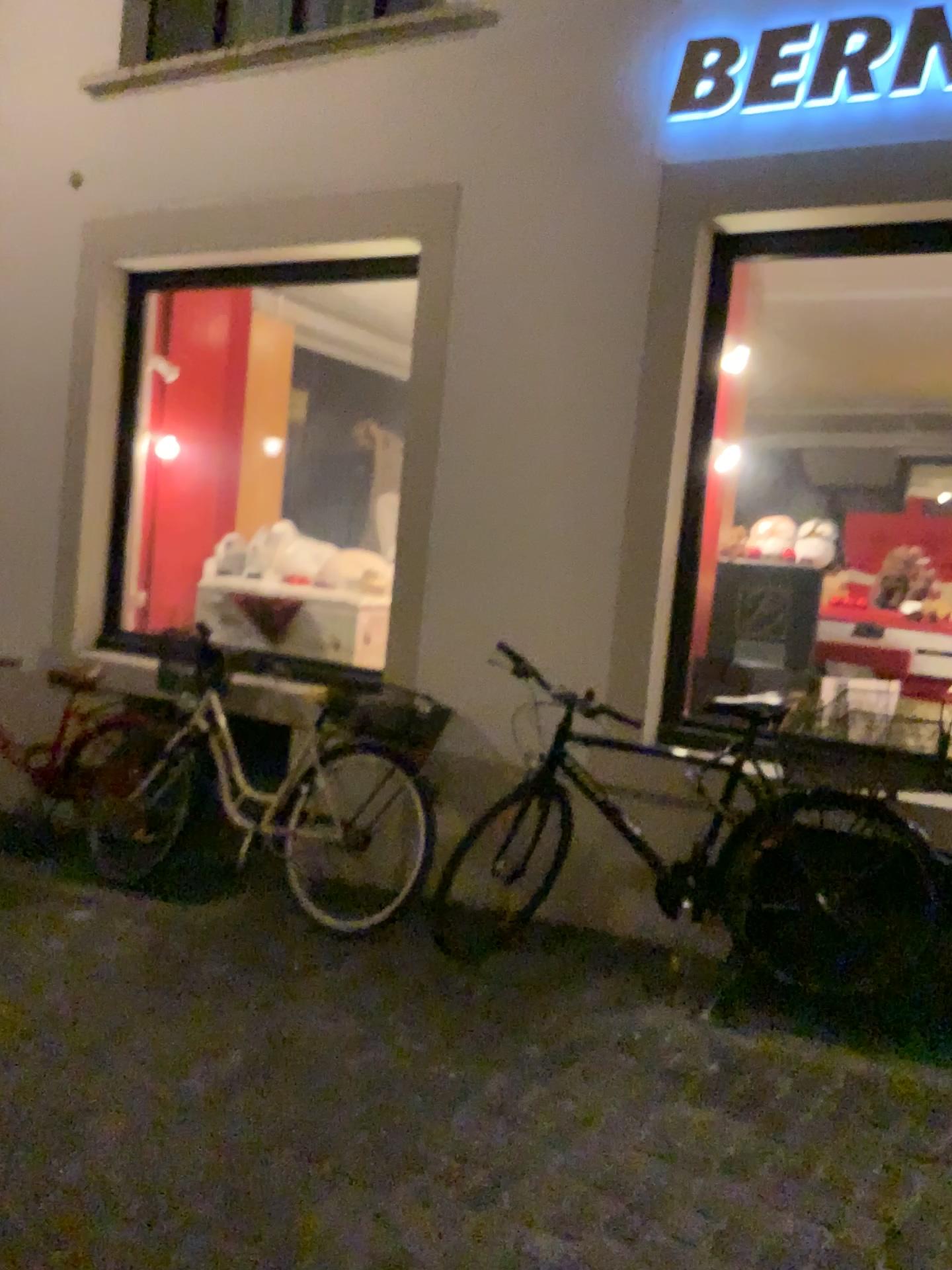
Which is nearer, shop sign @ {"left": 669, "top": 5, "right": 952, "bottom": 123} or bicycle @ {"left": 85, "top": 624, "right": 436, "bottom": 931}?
shop sign @ {"left": 669, "top": 5, "right": 952, "bottom": 123}

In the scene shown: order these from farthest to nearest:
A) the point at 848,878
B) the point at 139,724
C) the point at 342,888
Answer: the point at 139,724
the point at 342,888
the point at 848,878

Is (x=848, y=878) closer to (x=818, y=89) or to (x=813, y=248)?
(x=813, y=248)

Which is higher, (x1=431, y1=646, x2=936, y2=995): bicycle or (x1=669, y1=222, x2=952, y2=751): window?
(x1=669, y1=222, x2=952, y2=751): window

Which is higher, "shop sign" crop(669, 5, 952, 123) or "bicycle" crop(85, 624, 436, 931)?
"shop sign" crop(669, 5, 952, 123)

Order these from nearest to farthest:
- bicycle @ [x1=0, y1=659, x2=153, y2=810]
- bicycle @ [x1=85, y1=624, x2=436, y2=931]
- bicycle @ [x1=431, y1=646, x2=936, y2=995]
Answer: bicycle @ [x1=431, y1=646, x2=936, y2=995], bicycle @ [x1=85, y1=624, x2=436, y2=931], bicycle @ [x1=0, y1=659, x2=153, y2=810]

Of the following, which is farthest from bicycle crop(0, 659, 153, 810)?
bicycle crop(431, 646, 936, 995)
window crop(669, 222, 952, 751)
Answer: window crop(669, 222, 952, 751)

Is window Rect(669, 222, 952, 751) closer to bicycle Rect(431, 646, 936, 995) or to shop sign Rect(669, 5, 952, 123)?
bicycle Rect(431, 646, 936, 995)

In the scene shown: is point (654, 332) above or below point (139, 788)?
above

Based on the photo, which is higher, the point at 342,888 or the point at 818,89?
the point at 818,89
